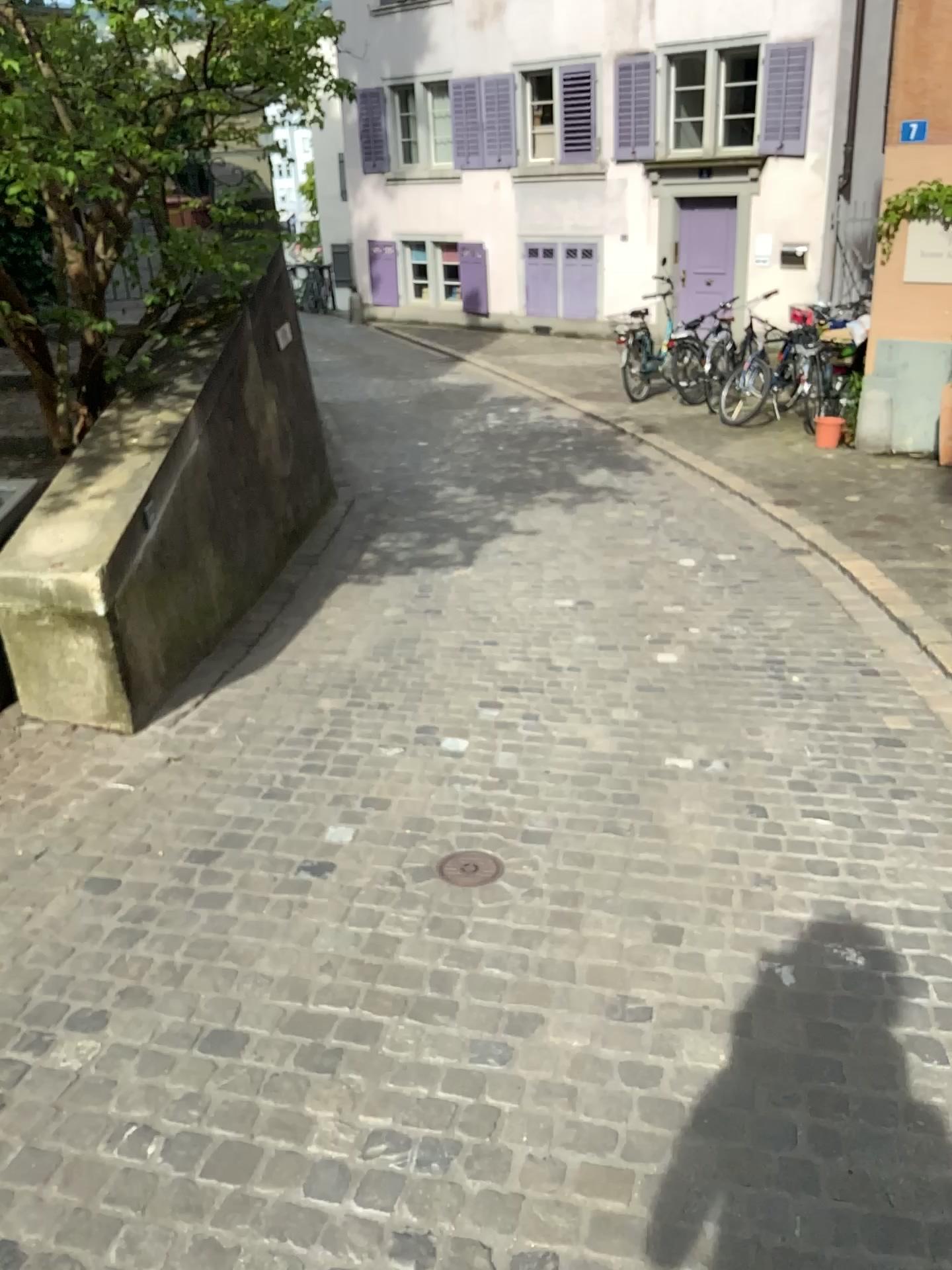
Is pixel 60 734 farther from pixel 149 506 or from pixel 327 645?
pixel 327 645

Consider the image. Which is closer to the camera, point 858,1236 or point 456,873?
point 858,1236

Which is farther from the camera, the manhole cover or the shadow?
the manhole cover
